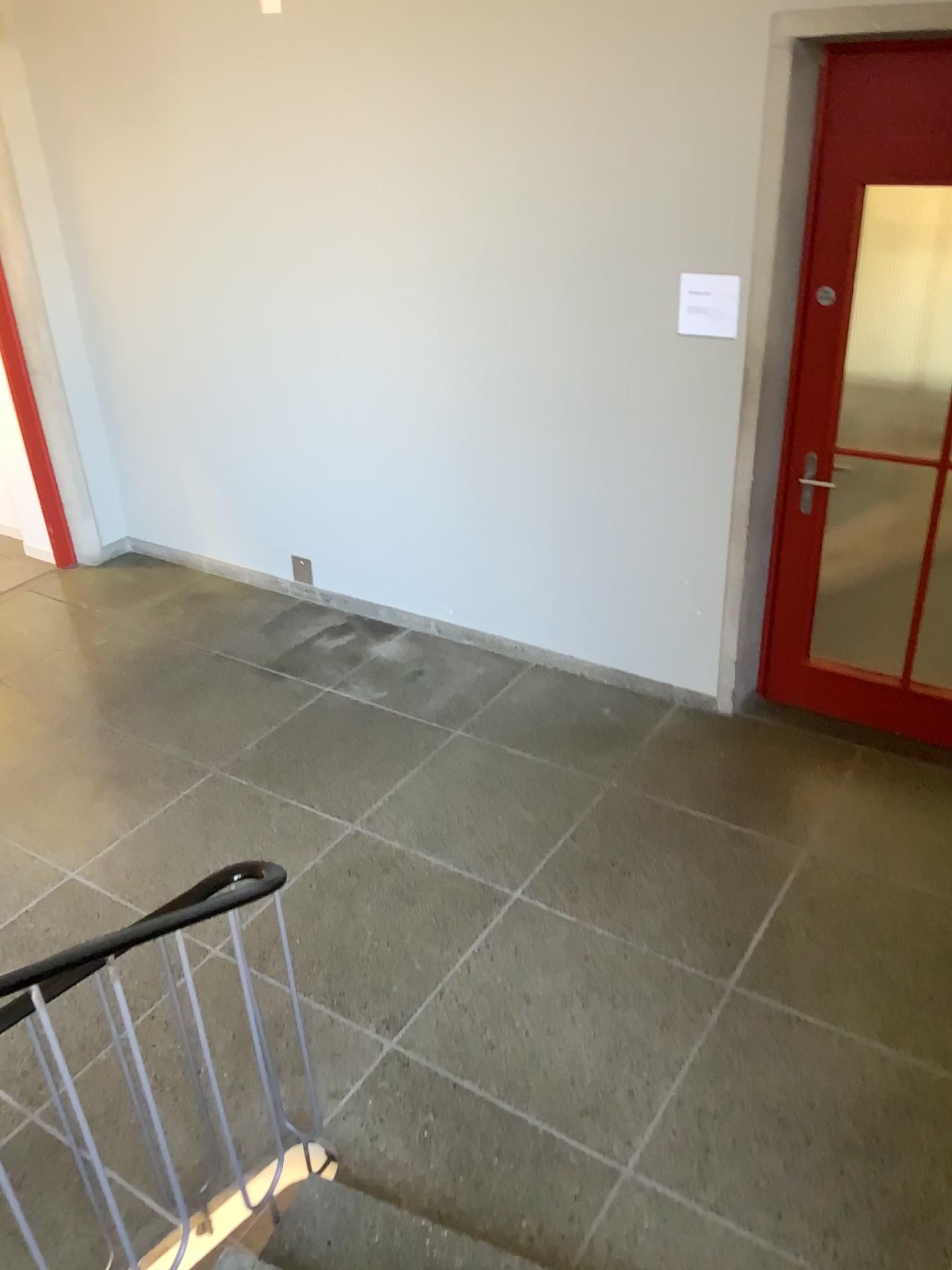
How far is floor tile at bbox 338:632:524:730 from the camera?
4.5m

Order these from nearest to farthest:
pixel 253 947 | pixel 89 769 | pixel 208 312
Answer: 1. pixel 253 947
2. pixel 89 769
3. pixel 208 312

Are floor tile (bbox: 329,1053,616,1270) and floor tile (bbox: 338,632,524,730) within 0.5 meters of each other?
no

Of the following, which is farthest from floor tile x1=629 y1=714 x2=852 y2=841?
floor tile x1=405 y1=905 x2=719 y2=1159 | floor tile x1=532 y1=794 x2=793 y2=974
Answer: floor tile x1=405 y1=905 x2=719 y2=1159

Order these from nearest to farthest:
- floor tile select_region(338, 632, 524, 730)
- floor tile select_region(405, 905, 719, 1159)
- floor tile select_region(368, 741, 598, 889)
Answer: floor tile select_region(405, 905, 719, 1159)
floor tile select_region(368, 741, 598, 889)
floor tile select_region(338, 632, 524, 730)

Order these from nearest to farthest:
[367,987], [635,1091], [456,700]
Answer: [635,1091] < [367,987] < [456,700]

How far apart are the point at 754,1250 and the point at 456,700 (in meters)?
2.47

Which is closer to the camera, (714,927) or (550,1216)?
(550,1216)

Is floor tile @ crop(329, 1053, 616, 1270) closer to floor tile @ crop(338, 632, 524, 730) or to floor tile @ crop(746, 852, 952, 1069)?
floor tile @ crop(746, 852, 952, 1069)

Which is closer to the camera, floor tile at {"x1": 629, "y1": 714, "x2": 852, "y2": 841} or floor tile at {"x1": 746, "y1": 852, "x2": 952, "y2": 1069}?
floor tile at {"x1": 746, "y1": 852, "x2": 952, "y2": 1069}
